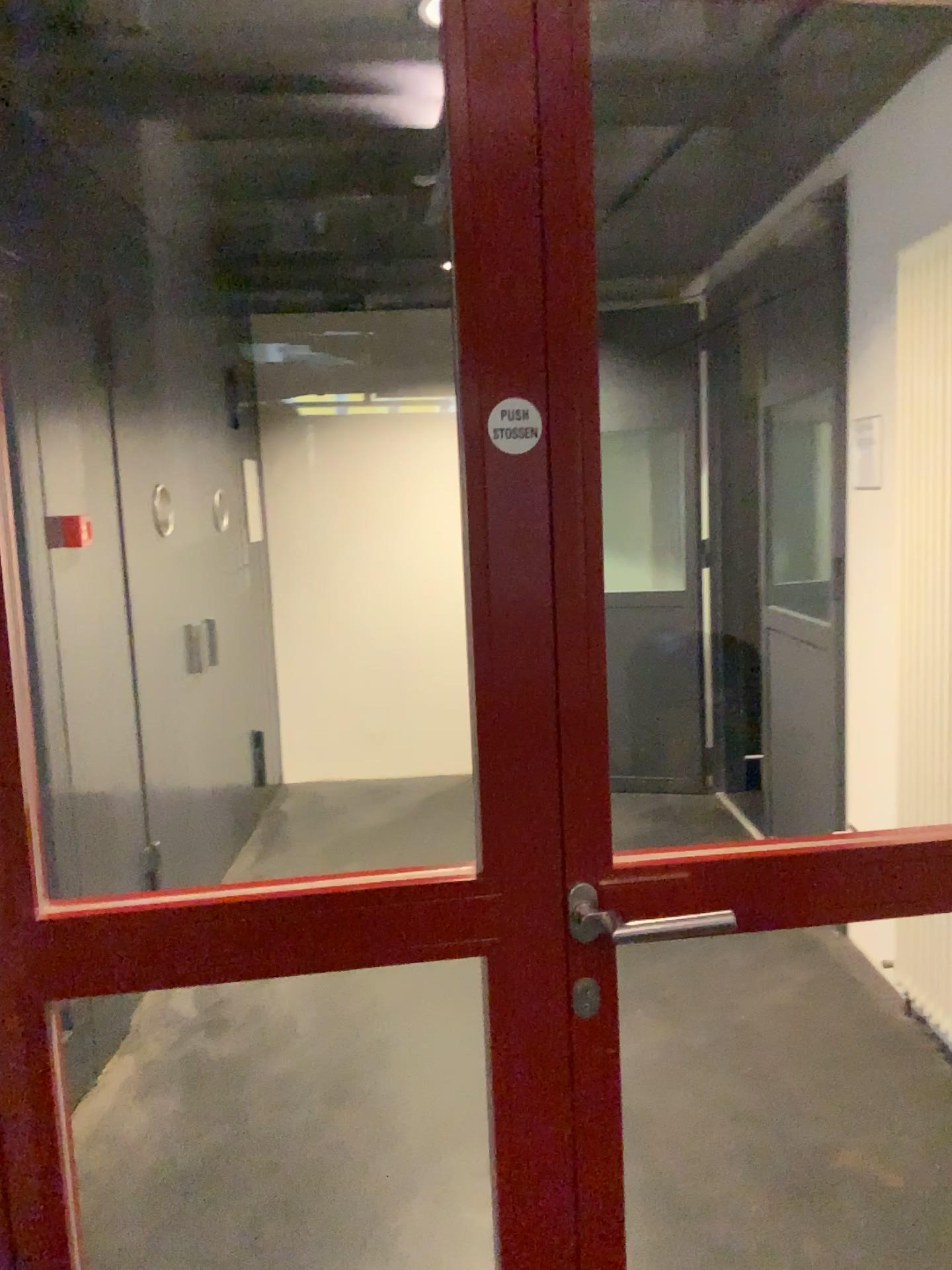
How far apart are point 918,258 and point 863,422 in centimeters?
46cm

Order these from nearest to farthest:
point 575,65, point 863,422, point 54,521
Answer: point 575,65 → point 54,521 → point 863,422

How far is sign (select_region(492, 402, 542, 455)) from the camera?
1.1 meters

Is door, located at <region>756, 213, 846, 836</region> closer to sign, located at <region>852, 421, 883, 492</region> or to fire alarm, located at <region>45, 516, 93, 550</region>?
sign, located at <region>852, 421, 883, 492</region>

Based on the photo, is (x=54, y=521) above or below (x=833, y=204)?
below

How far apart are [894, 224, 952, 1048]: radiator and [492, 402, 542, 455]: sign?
2.2m

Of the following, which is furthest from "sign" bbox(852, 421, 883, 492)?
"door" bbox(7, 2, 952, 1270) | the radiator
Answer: "door" bbox(7, 2, 952, 1270)

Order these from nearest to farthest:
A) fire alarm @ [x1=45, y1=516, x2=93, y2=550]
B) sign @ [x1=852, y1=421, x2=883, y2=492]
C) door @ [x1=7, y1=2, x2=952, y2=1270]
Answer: door @ [x1=7, y1=2, x2=952, y2=1270] < fire alarm @ [x1=45, y1=516, x2=93, y2=550] < sign @ [x1=852, y1=421, x2=883, y2=492]

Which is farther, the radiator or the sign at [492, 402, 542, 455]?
the radiator

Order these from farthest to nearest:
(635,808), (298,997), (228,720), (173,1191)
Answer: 1. (635,808)
2. (228,720)
3. (298,997)
4. (173,1191)
